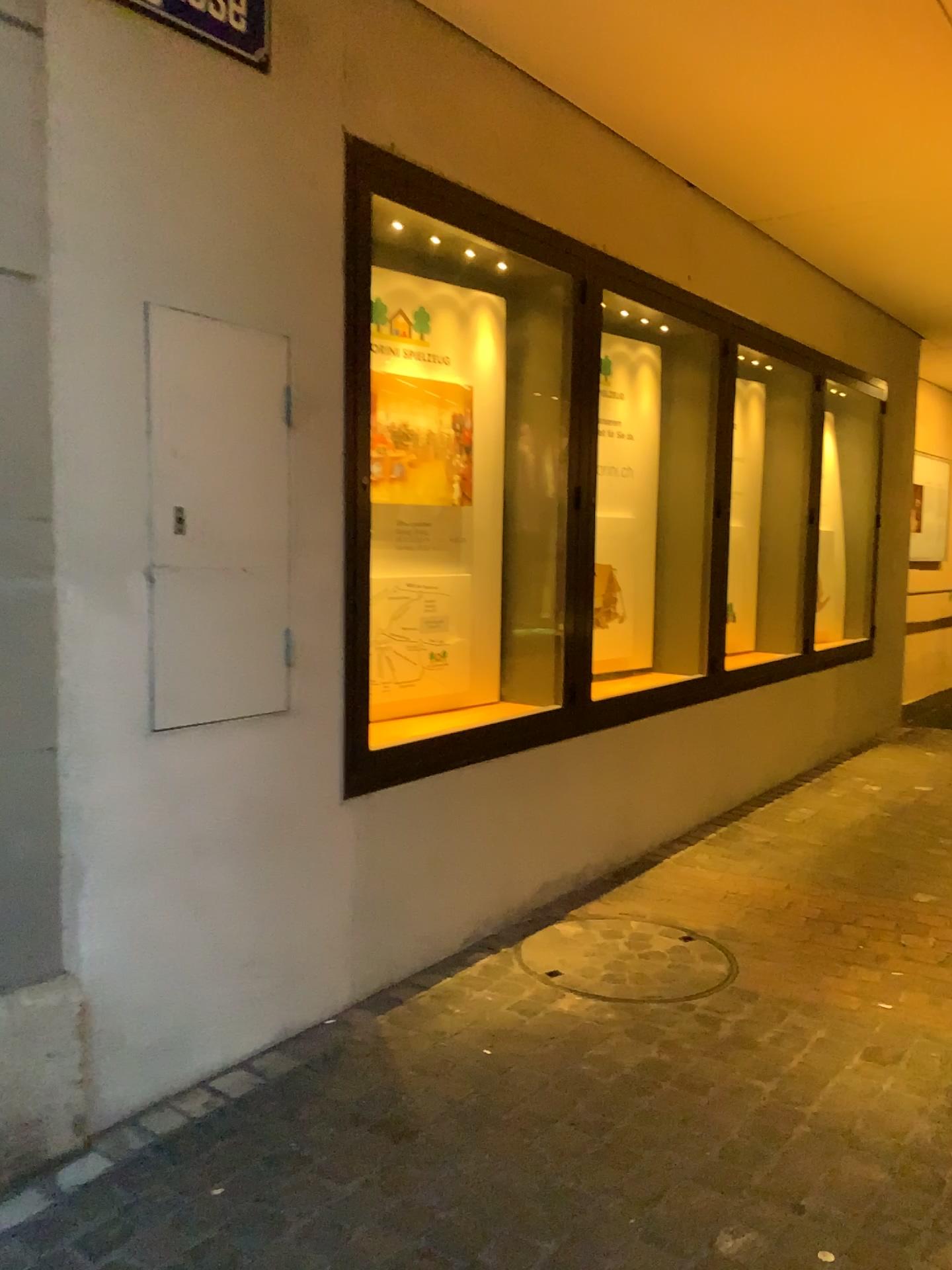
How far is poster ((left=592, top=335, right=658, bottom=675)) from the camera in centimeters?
449cm

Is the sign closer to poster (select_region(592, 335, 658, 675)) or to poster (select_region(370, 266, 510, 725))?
poster (select_region(370, 266, 510, 725))

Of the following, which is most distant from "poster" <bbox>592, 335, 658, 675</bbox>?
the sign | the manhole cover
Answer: the sign

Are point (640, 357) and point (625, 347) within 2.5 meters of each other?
yes

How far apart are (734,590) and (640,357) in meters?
1.1 m

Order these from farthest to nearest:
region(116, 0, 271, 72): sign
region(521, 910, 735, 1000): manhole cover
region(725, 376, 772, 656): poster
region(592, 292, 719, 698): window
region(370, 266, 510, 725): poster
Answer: region(725, 376, 772, 656): poster → region(592, 292, 719, 698): window → region(370, 266, 510, 725): poster → region(521, 910, 735, 1000): manhole cover → region(116, 0, 271, 72): sign

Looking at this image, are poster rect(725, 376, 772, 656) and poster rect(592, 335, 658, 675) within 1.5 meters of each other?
yes

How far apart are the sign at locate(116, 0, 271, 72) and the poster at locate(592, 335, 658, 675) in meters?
2.4 m

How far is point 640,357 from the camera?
4.49m

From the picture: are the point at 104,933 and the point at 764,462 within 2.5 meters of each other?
no
